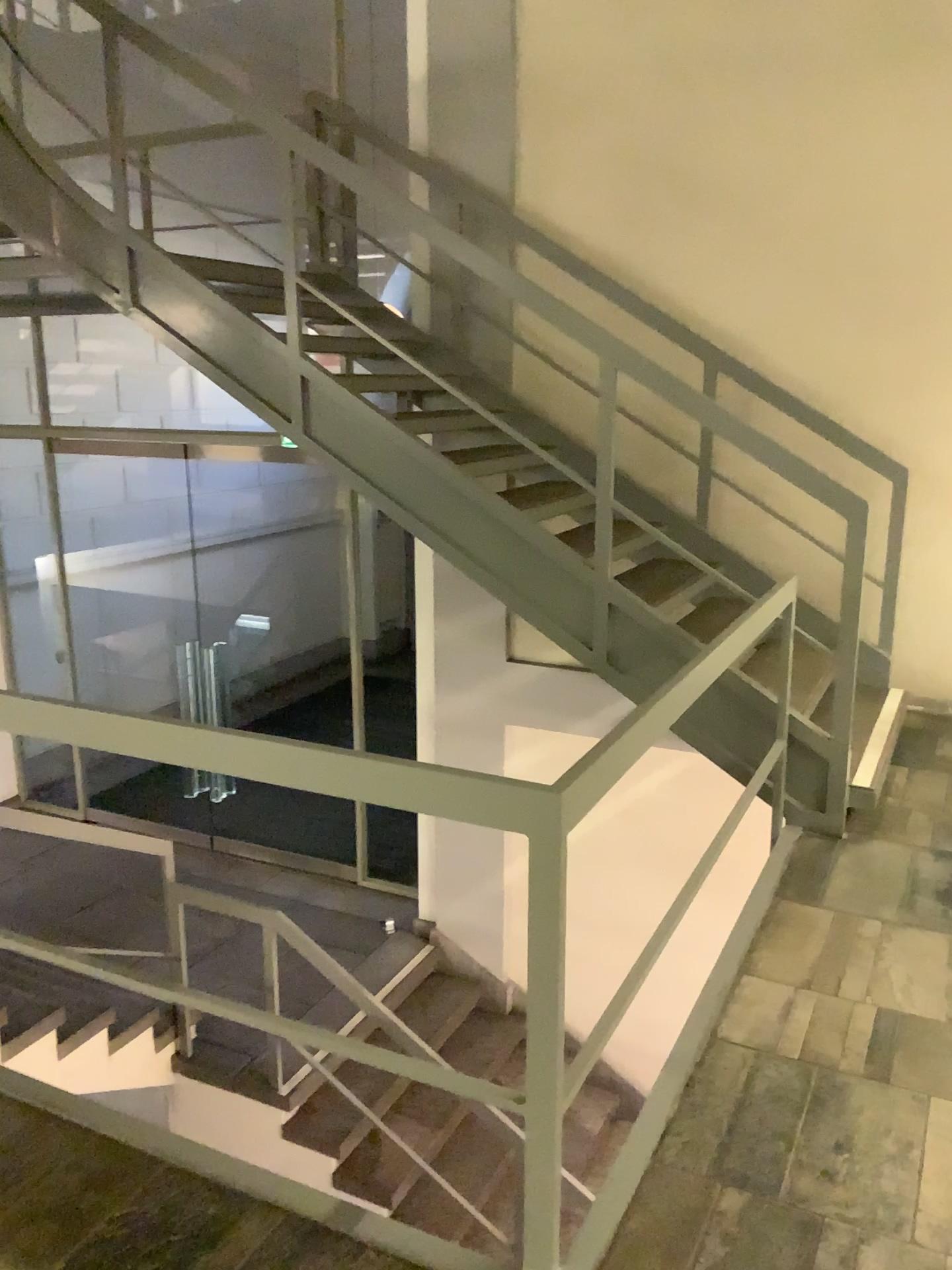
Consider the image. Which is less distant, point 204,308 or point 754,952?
point 754,952
